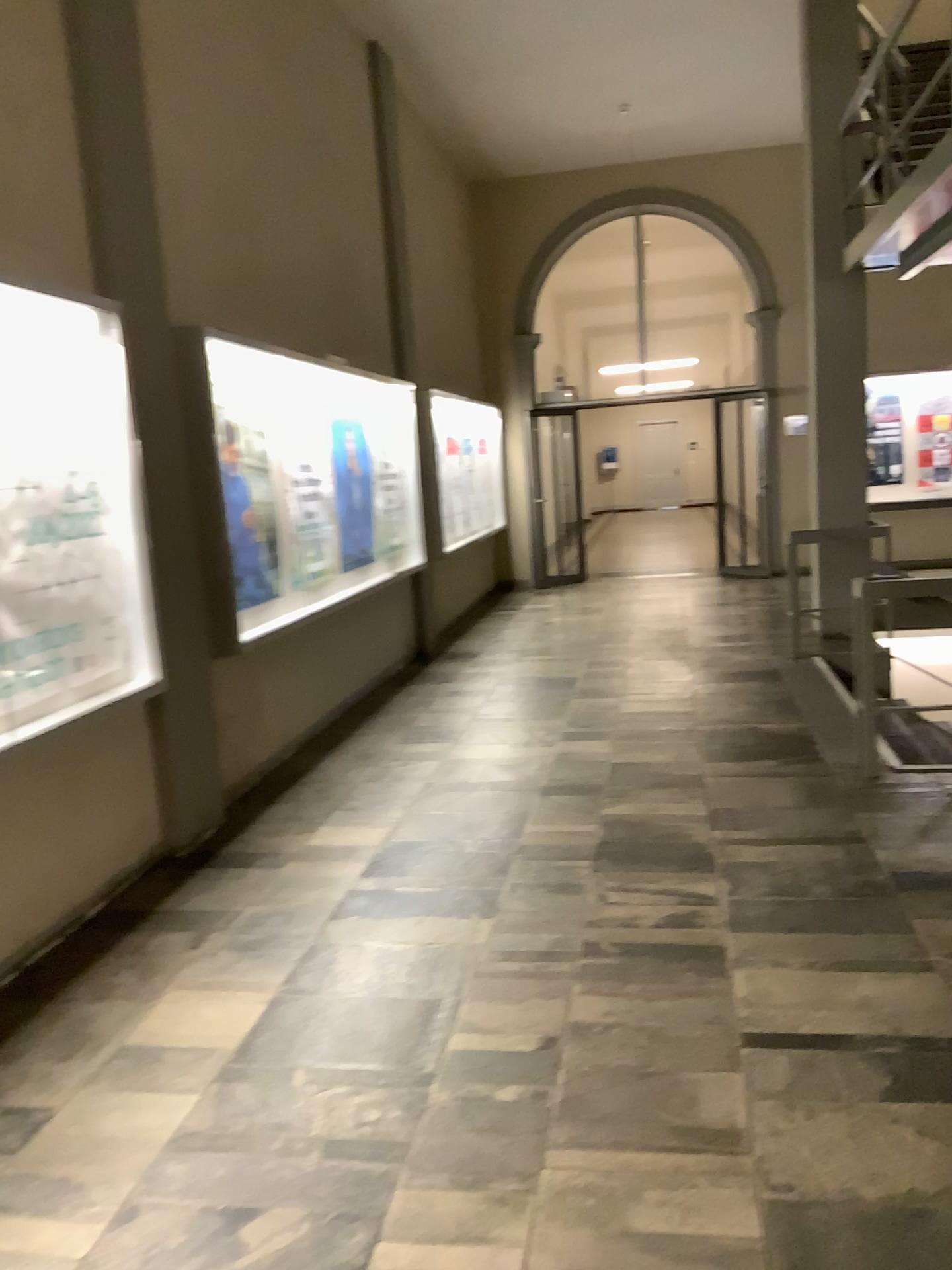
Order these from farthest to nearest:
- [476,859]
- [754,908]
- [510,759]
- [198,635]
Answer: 1. [510,759]
2. [198,635]
3. [476,859]
4. [754,908]
